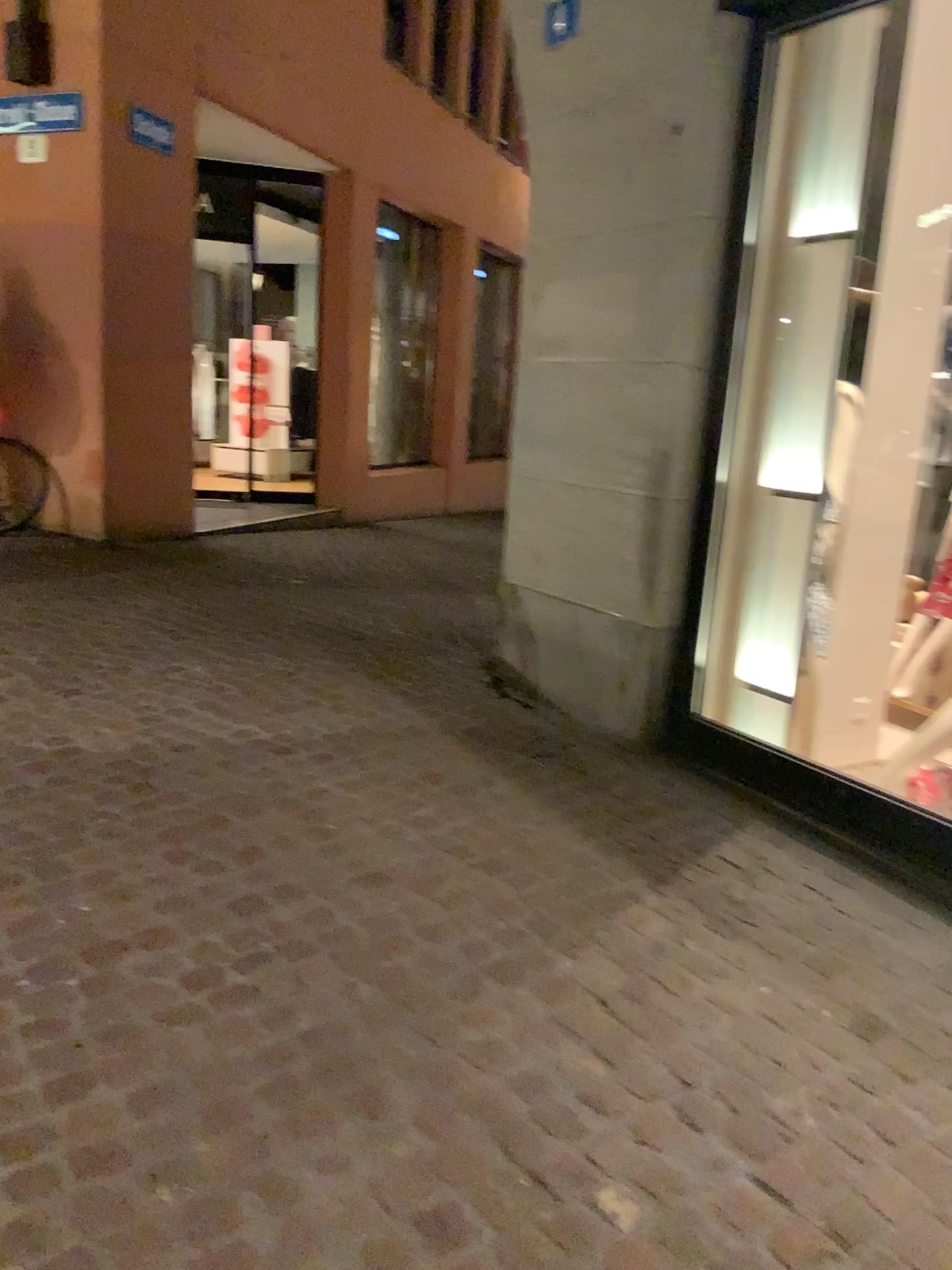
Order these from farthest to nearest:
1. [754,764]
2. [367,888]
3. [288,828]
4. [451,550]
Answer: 1. [451,550]
2. [754,764]
3. [288,828]
4. [367,888]
